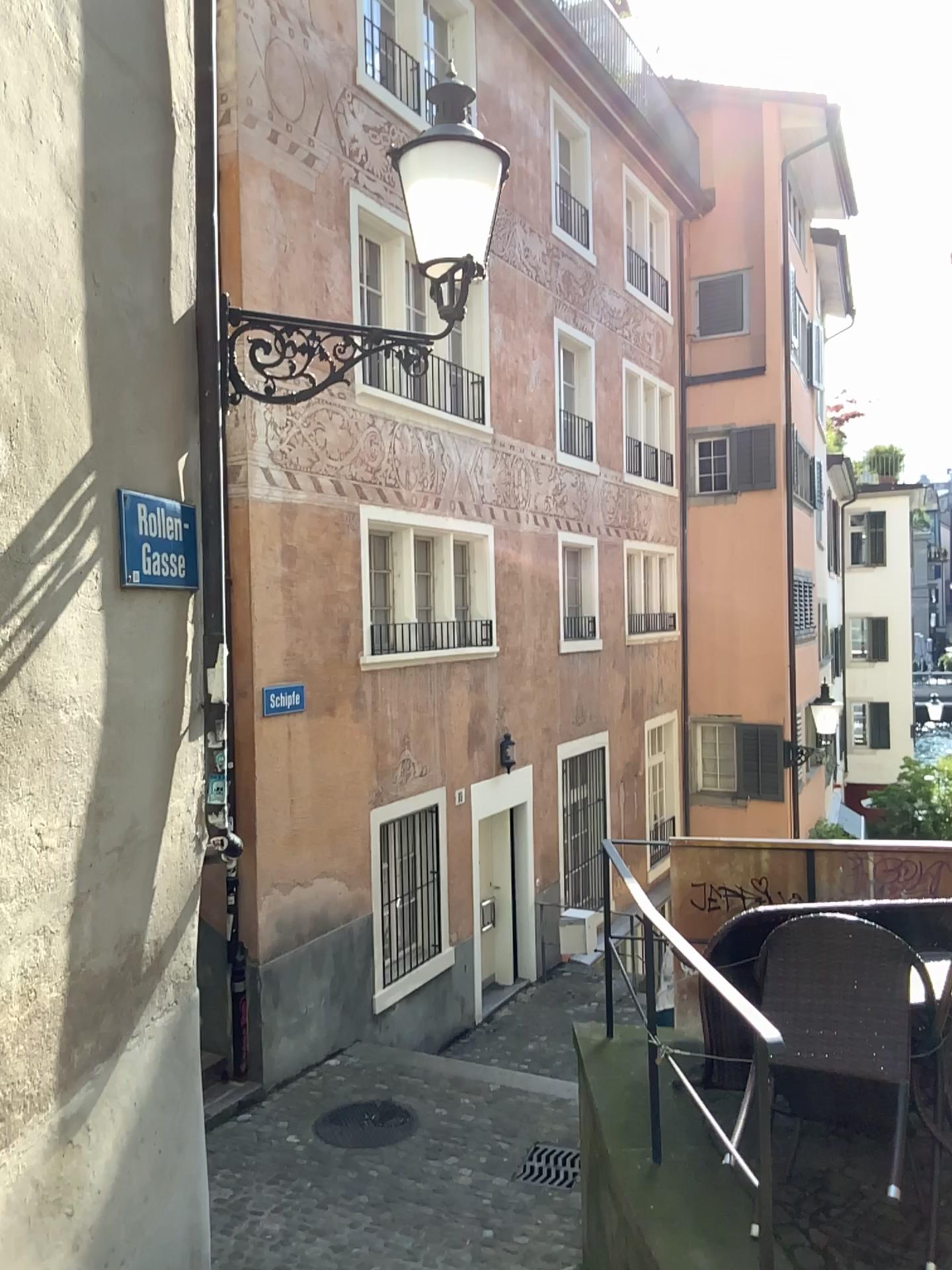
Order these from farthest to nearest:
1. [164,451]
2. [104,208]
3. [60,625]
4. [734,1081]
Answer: [734,1081] → [164,451] → [104,208] → [60,625]
